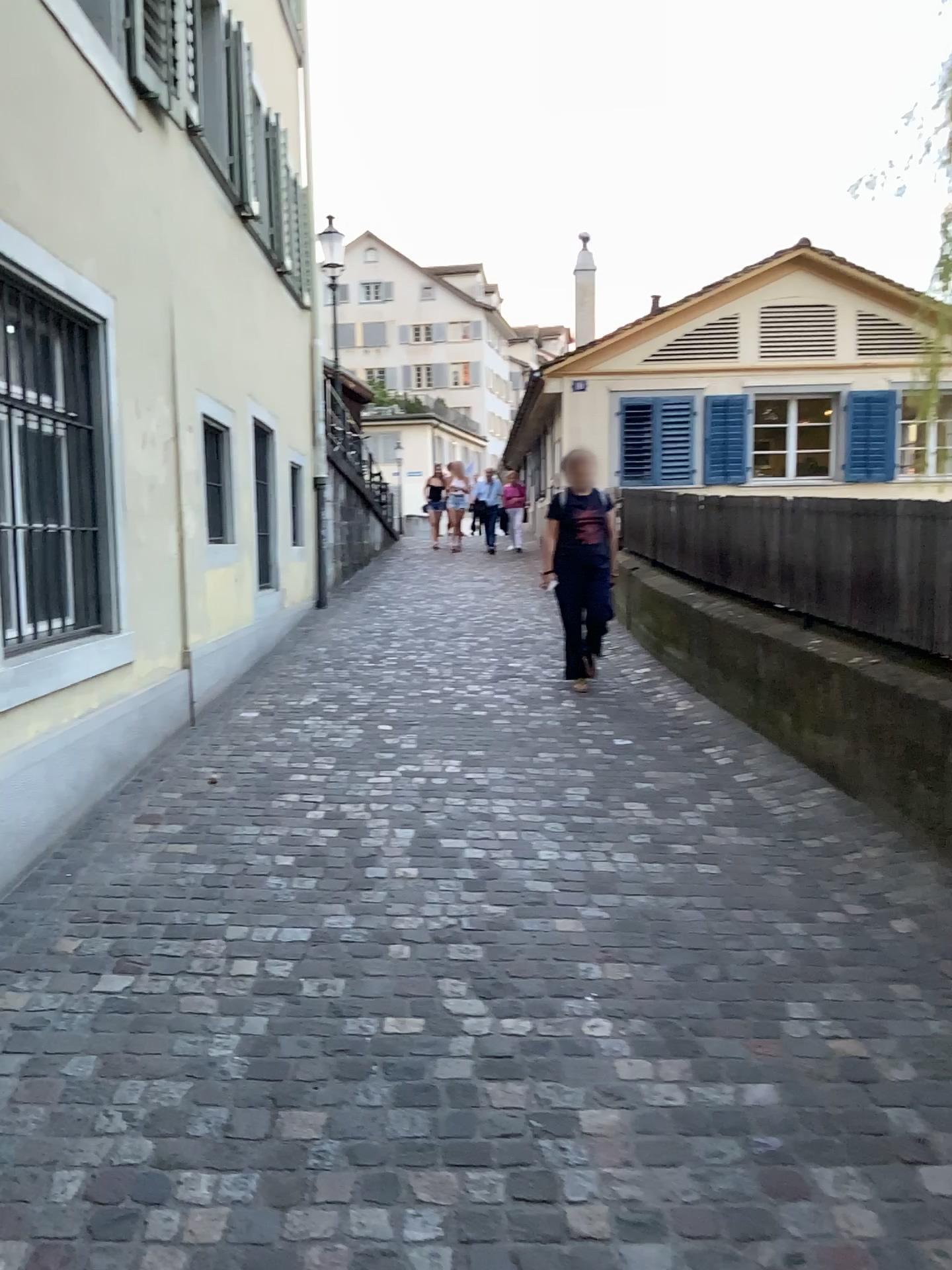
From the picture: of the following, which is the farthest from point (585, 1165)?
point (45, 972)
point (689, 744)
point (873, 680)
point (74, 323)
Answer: point (74, 323)
